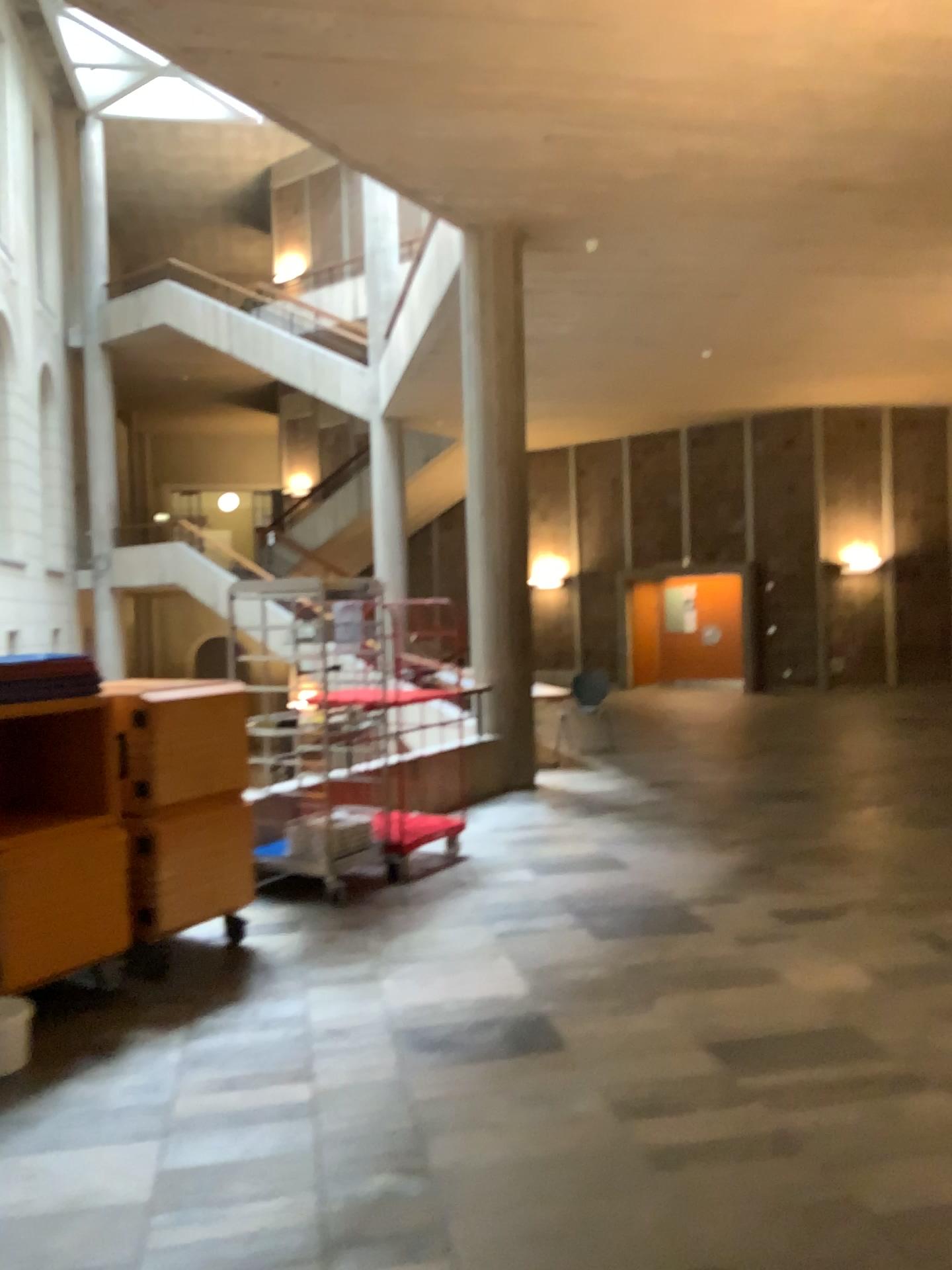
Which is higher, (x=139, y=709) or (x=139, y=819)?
(x=139, y=709)

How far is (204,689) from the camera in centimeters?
476cm
